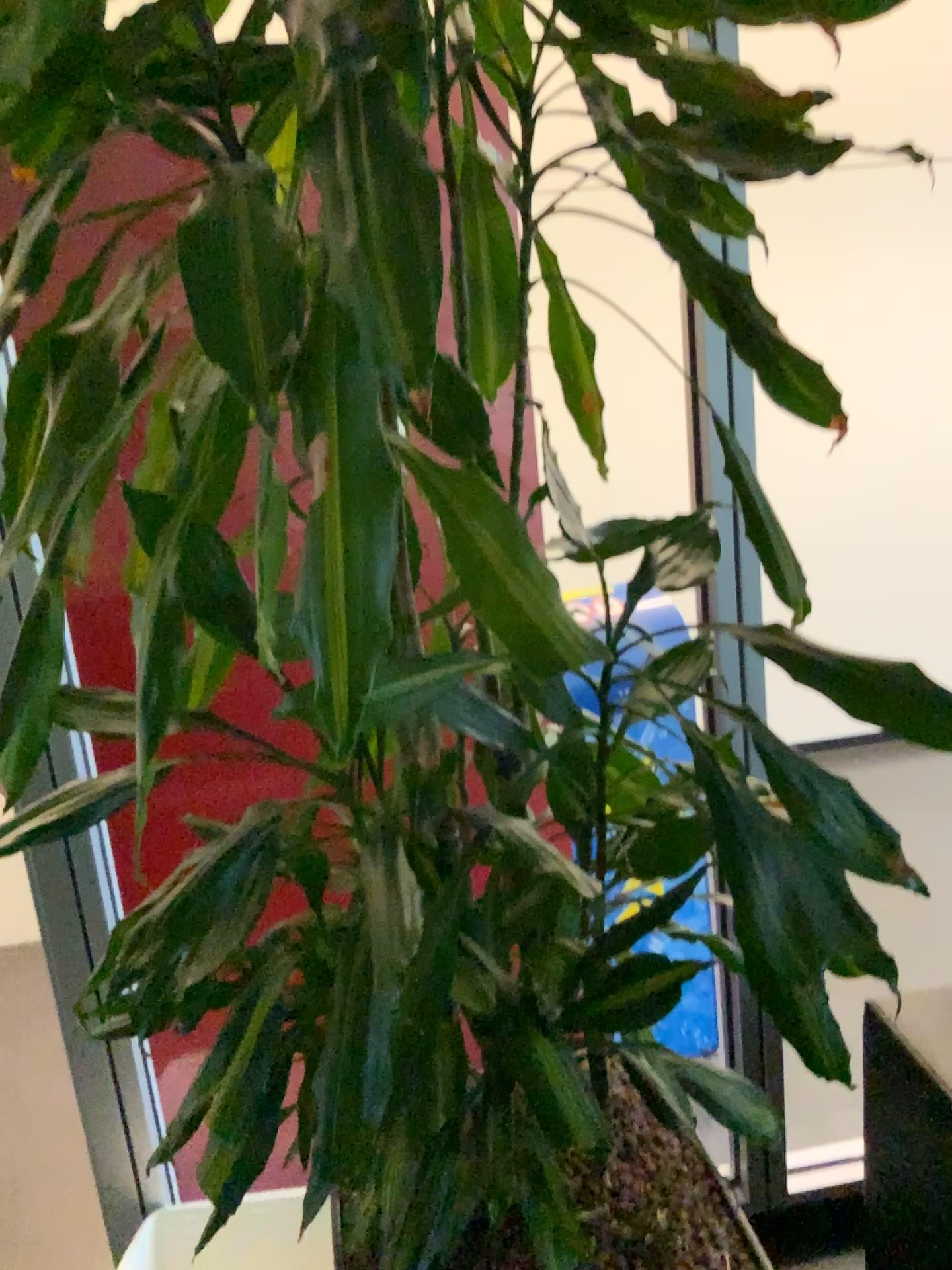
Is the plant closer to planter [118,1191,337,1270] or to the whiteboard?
planter [118,1191,337,1270]

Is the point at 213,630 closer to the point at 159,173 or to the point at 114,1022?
the point at 114,1022

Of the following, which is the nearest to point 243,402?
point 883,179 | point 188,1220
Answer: point 188,1220

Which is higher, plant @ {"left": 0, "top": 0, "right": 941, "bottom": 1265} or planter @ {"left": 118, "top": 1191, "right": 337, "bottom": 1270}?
plant @ {"left": 0, "top": 0, "right": 941, "bottom": 1265}

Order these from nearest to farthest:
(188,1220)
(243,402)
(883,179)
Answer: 1. (243,402)
2. (188,1220)
3. (883,179)

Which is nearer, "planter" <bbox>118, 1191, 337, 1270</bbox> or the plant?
the plant

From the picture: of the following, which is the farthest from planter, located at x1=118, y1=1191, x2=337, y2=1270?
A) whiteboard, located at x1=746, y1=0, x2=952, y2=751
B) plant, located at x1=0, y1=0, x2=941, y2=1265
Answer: whiteboard, located at x1=746, y1=0, x2=952, y2=751

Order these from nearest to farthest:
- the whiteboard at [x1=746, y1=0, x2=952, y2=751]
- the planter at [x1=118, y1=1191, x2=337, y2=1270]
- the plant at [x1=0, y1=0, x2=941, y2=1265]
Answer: the plant at [x1=0, y1=0, x2=941, y2=1265], the planter at [x1=118, y1=1191, x2=337, y2=1270], the whiteboard at [x1=746, y1=0, x2=952, y2=751]

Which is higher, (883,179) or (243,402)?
(883,179)
